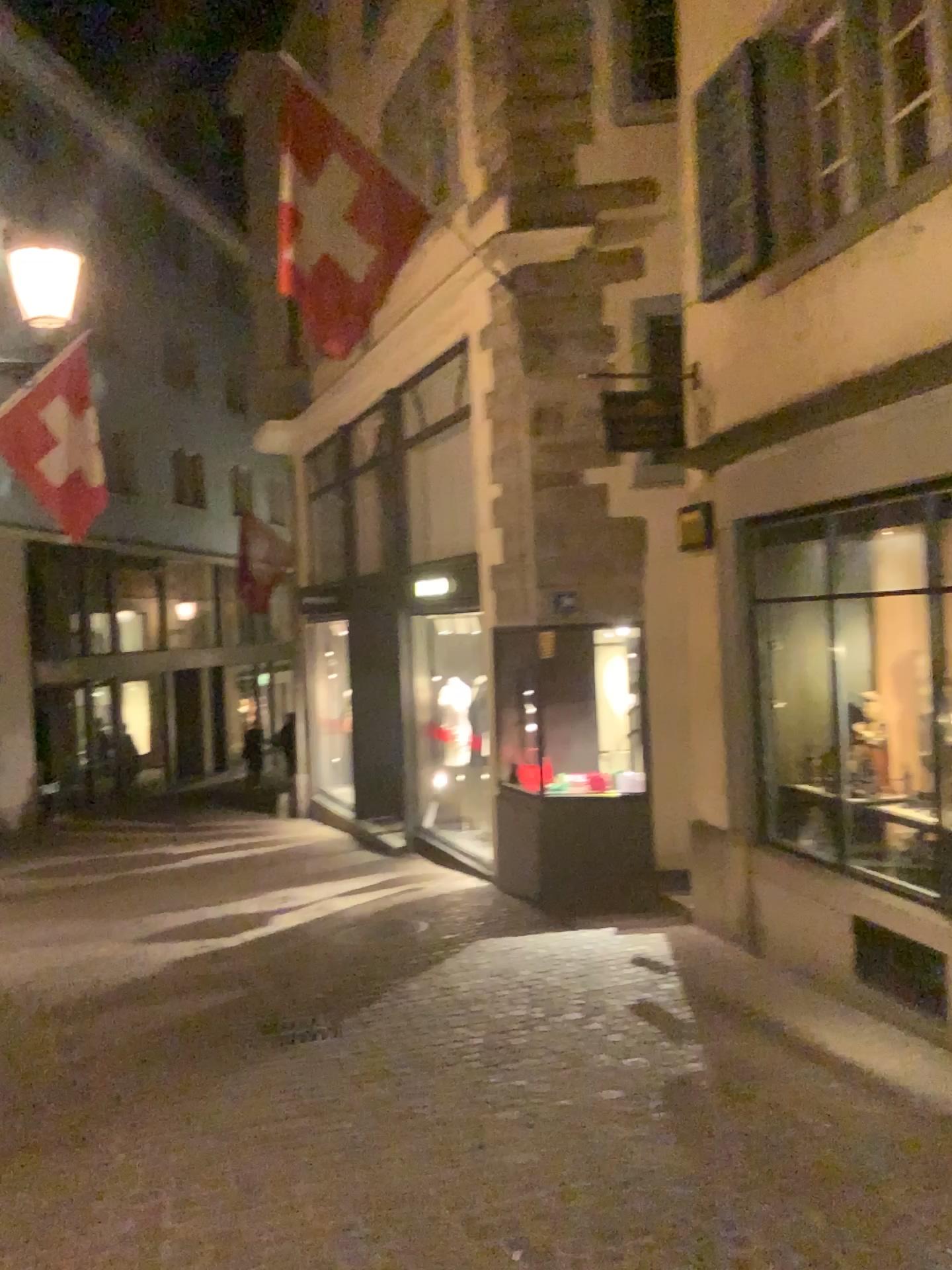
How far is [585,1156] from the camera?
3.8m
